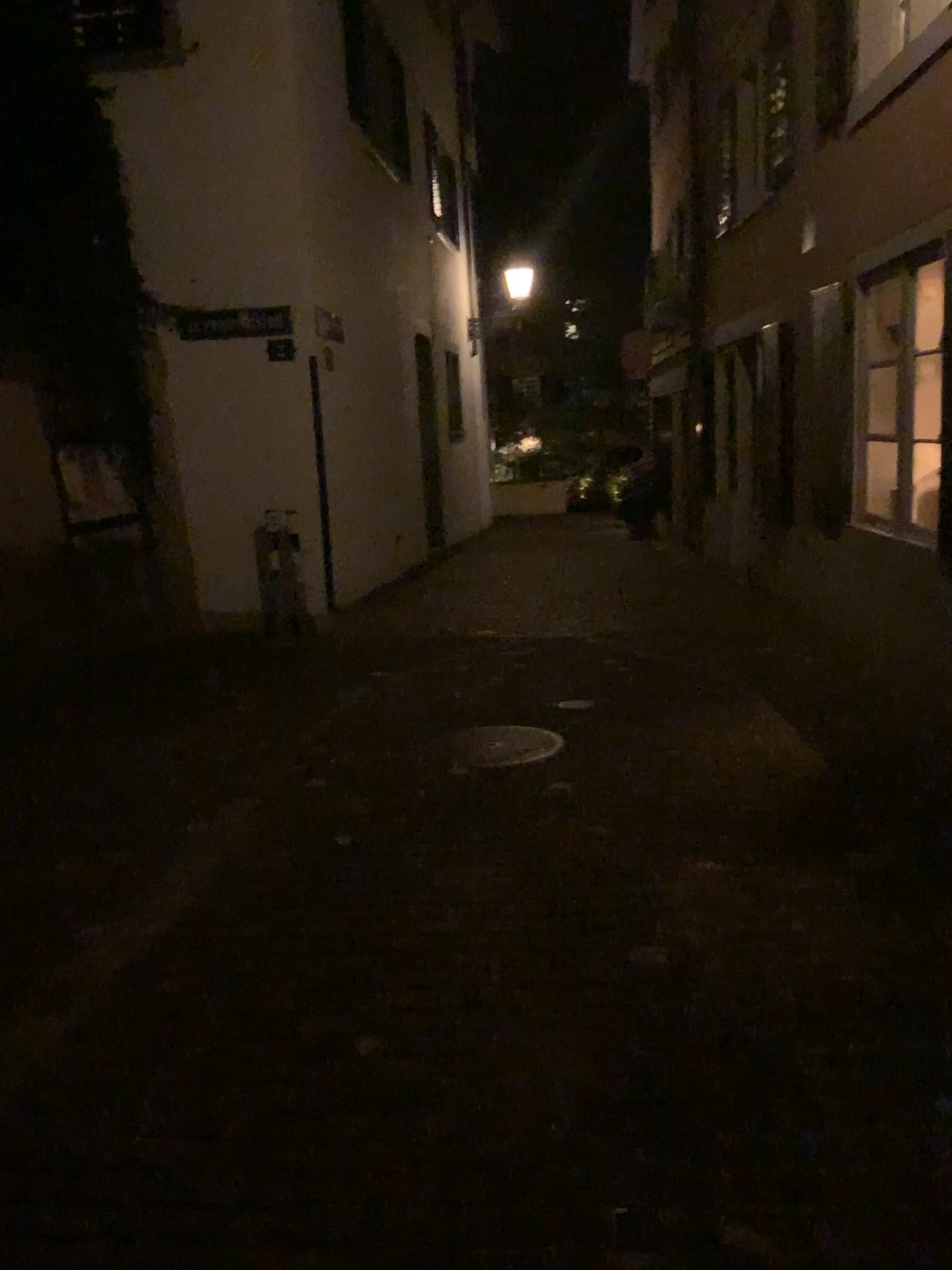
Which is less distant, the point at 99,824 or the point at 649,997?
the point at 649,997
